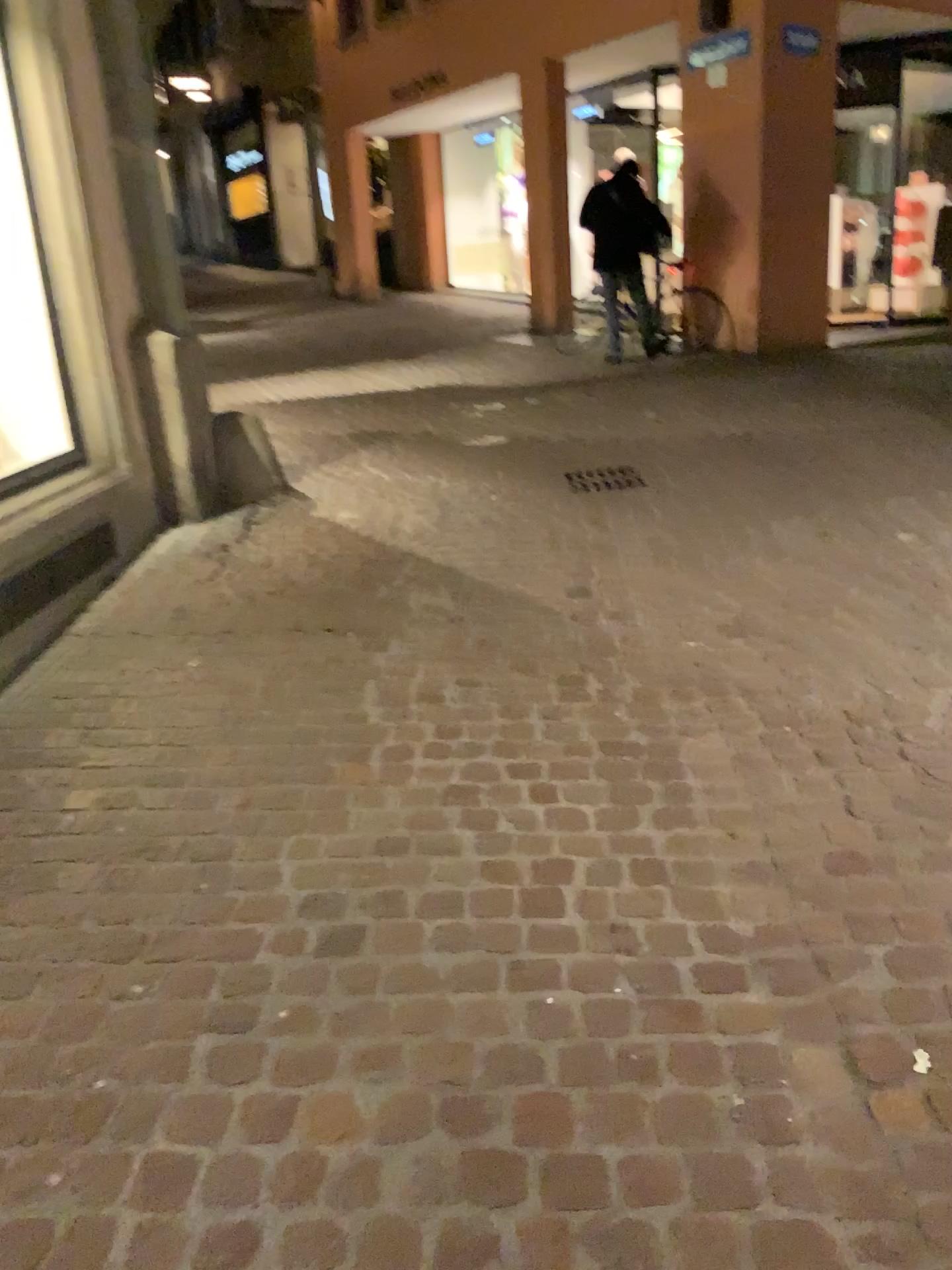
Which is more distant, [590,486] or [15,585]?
[590,486]

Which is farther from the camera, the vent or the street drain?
the street drain

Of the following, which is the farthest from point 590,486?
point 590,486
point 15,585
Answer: point 15,585

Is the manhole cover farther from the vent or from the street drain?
the vent

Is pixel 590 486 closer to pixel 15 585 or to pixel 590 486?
pixel 590 486

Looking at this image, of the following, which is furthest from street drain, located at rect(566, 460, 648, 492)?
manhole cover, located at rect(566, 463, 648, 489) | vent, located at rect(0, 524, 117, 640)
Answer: vent, located at rect(0, 524, 117, 640)

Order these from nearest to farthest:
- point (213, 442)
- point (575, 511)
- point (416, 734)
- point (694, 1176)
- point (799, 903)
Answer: point (694, 1176)
point (799, 903)
point (416, 734)
point (575, 511)
point (213, 442)

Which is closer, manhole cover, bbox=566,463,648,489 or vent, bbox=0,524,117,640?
vent, bbox=0,524,117,640
